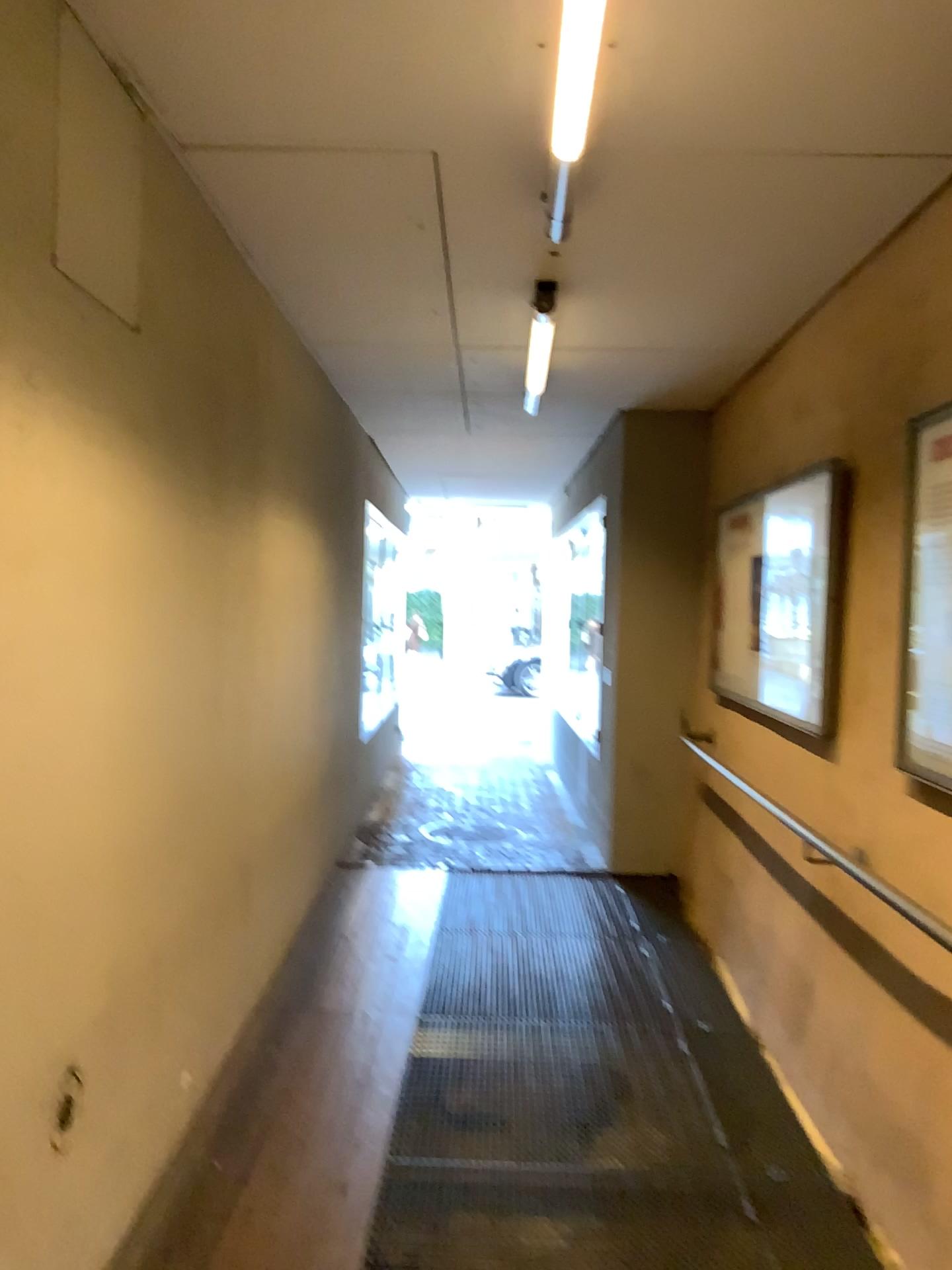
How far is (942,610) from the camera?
2.47m

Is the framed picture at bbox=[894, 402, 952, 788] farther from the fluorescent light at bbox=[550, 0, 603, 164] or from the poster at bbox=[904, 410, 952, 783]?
the fluorescent light at bbox=[550, 0, 603, 164]

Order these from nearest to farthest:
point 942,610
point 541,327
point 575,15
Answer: point 575,15
point 942,610
point 541,327

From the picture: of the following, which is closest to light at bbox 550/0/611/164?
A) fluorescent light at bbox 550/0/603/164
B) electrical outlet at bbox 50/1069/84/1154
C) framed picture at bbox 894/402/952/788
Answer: fluorescent light at bbox 550/0/603/164

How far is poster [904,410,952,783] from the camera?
2.5 meters

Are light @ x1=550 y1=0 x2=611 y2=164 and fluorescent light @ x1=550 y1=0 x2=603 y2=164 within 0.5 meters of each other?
yes

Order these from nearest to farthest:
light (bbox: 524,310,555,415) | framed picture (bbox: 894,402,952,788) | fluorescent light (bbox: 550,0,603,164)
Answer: fluorescent light (bbox: 550,0,603,164) < framed picture (bbox: 894,402,952,788) < light (bbox: 524,310,555,415)

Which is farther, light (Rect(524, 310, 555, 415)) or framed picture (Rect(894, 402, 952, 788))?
light (Rect(524, 310, 555, 415))

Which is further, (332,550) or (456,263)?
(332,550)

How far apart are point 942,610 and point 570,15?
1.5 meters
